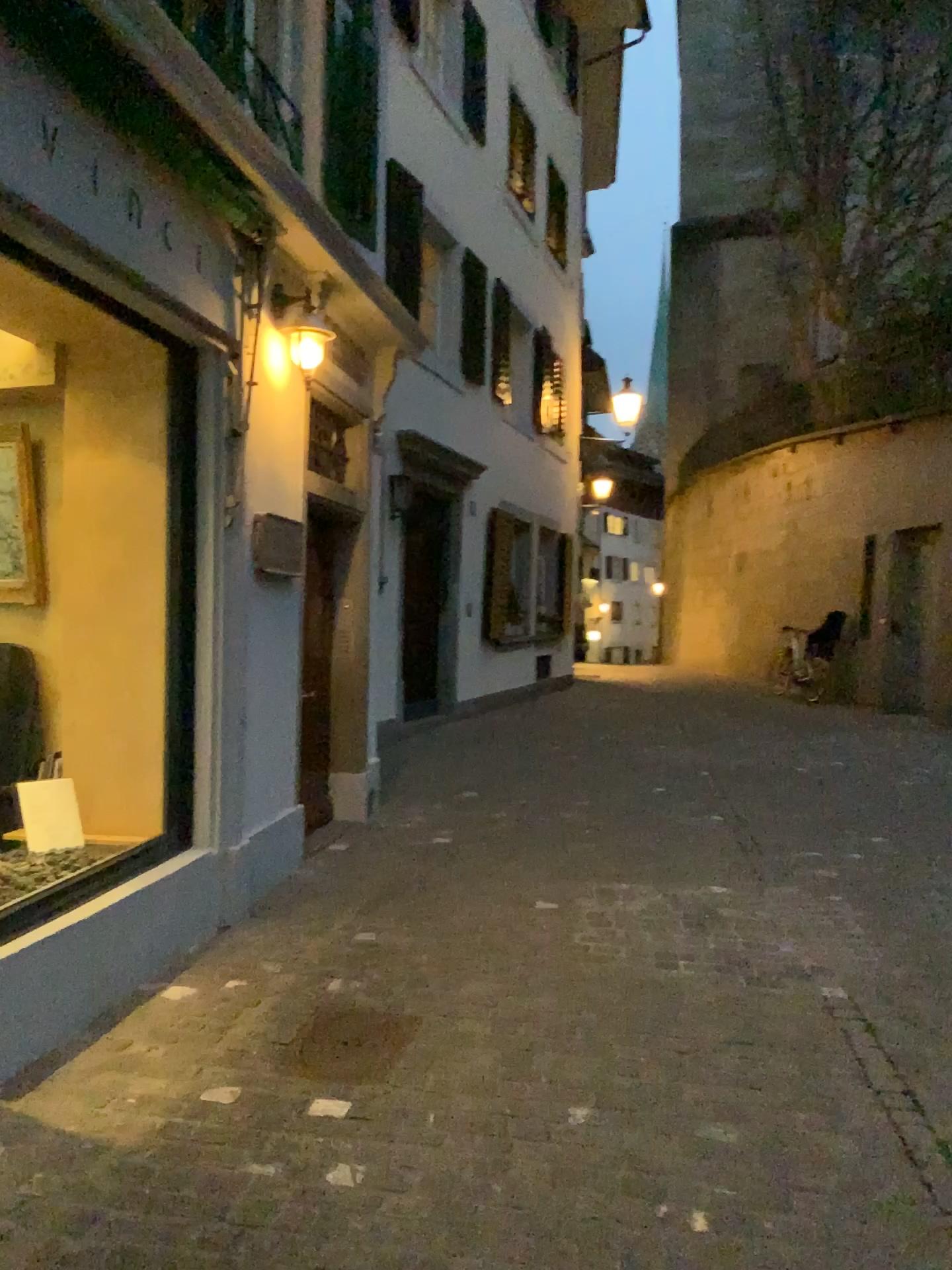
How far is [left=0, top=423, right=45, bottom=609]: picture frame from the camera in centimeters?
469cm

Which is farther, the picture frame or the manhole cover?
the picture frame

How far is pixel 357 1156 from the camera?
2.6 meters

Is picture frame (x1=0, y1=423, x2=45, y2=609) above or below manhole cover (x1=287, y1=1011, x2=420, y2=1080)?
above

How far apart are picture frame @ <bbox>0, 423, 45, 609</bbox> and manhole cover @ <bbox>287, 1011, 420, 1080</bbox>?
2.4m

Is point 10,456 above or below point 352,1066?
above

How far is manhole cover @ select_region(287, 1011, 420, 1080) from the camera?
3.1 meters

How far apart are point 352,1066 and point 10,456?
3.1m

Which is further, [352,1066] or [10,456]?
[10,456]
